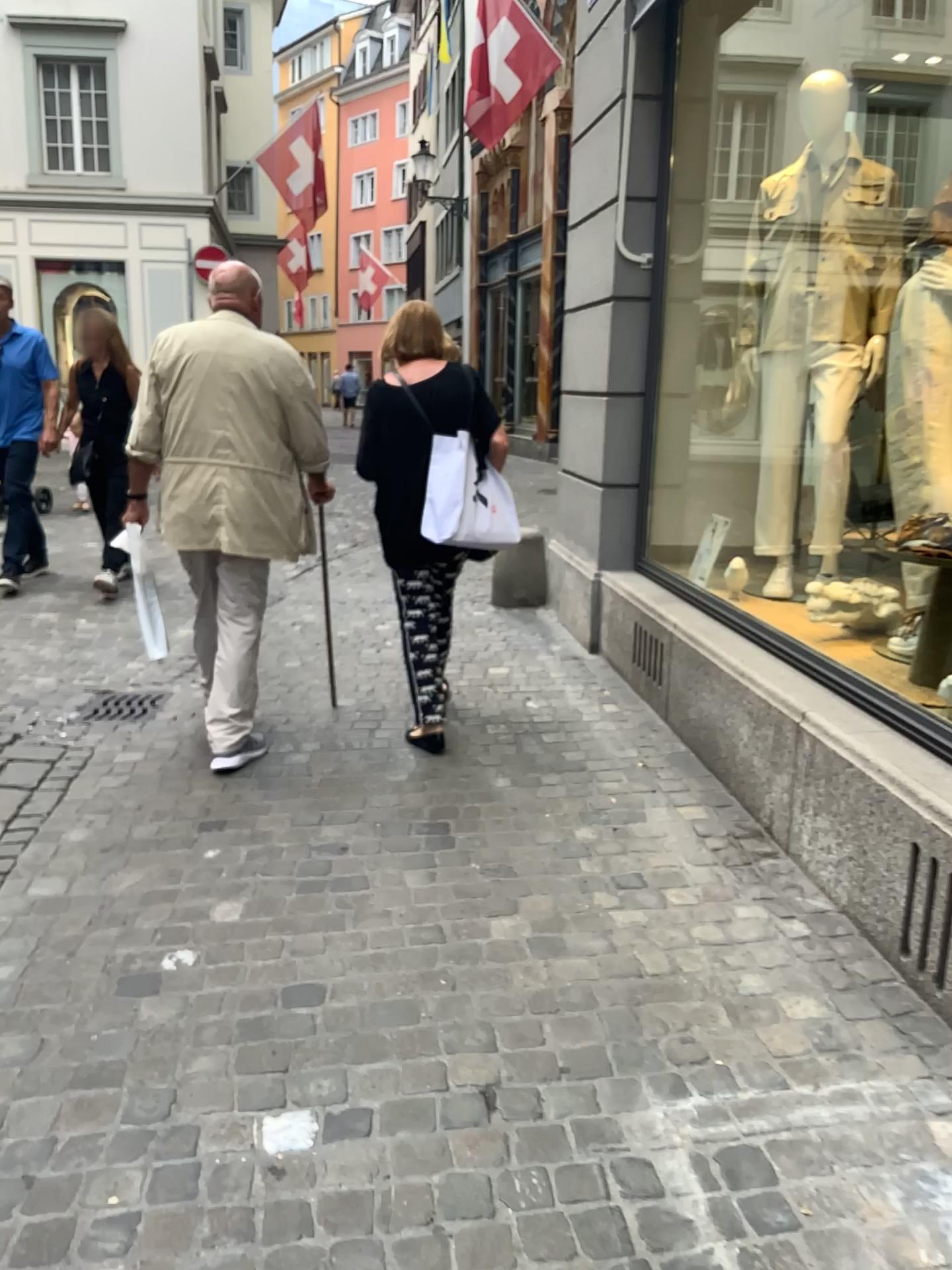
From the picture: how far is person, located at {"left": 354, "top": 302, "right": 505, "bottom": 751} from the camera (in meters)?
3.59

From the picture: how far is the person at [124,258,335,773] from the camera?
3.5 meters

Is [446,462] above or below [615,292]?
below

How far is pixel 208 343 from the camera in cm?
346

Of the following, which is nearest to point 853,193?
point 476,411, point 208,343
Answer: point 476,411

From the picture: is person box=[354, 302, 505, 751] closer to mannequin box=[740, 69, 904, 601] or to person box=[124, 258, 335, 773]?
person box=[124, 258, 335, 773]

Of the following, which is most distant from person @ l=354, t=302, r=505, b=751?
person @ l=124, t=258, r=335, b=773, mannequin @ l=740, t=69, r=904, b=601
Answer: mannequin @ l=740, t=69, r=904, b=601

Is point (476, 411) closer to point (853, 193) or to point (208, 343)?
point (208, 343)
